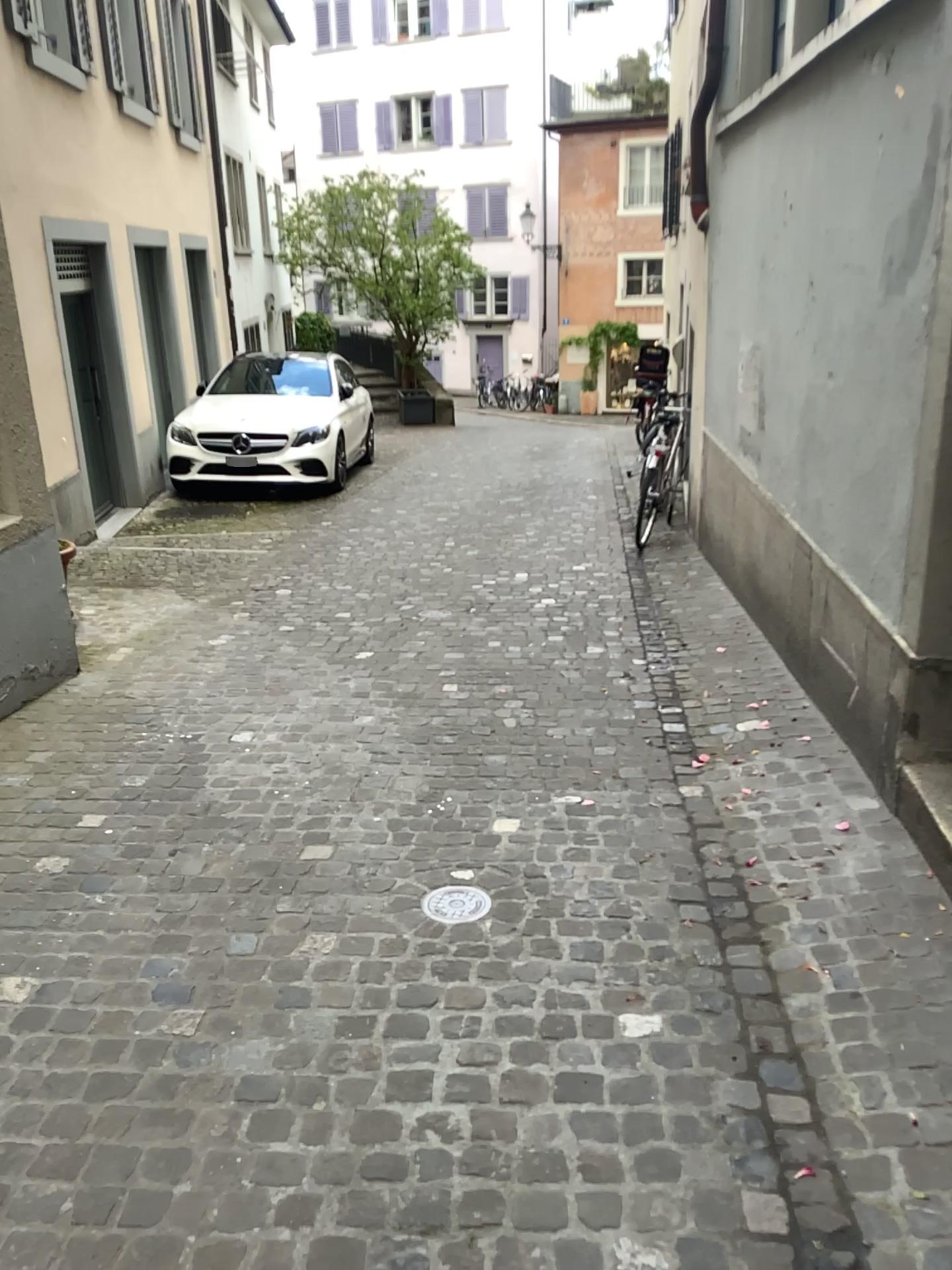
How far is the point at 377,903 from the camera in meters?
2.9

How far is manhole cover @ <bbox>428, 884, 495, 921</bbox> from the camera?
2.8 meters

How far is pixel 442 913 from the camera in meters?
2.8
